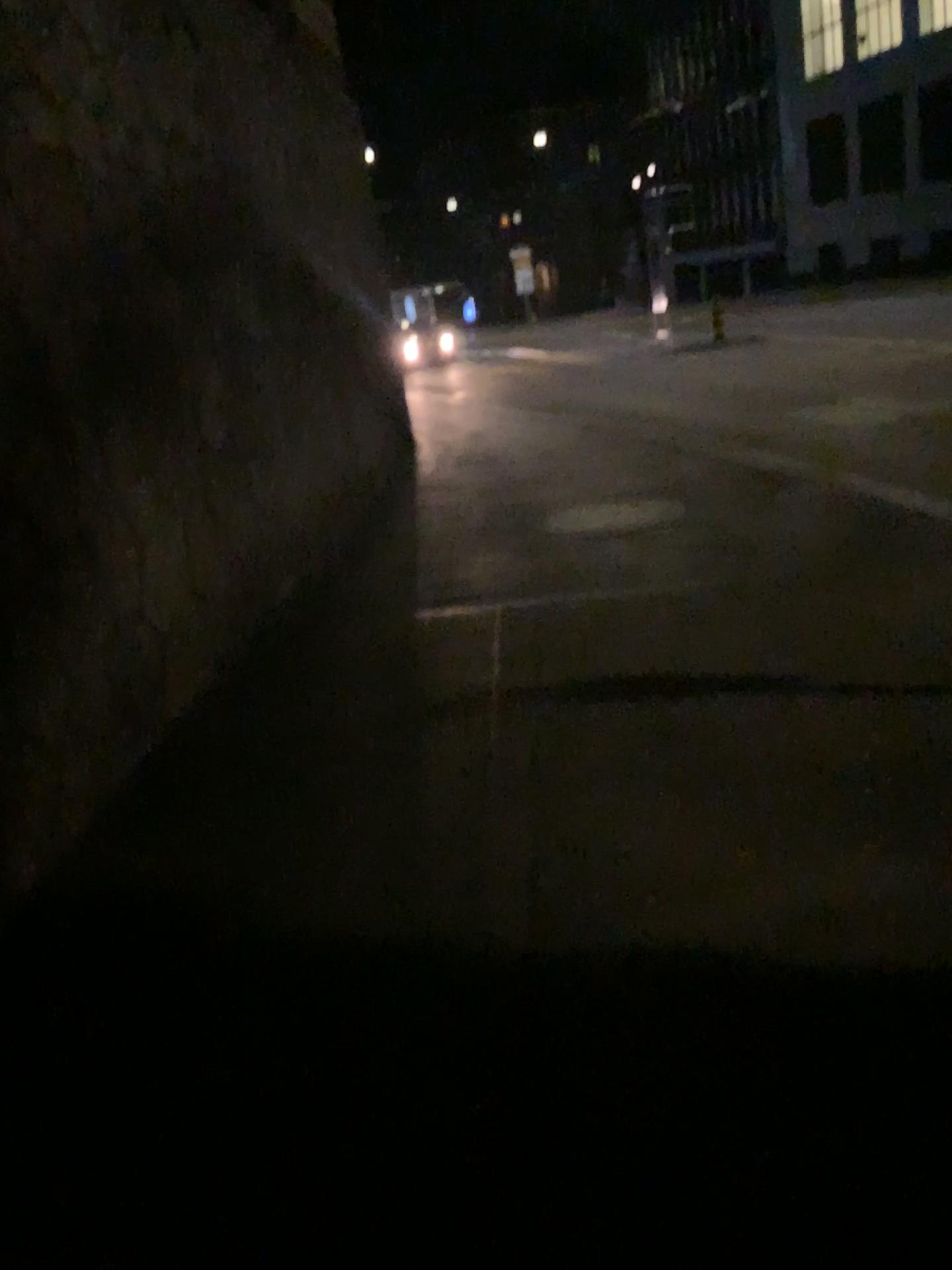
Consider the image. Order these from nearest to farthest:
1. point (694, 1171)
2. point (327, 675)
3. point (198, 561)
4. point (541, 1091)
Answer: point (694, 1171) → point (541, 1091) → point (327, 675) → point (198, 561)
